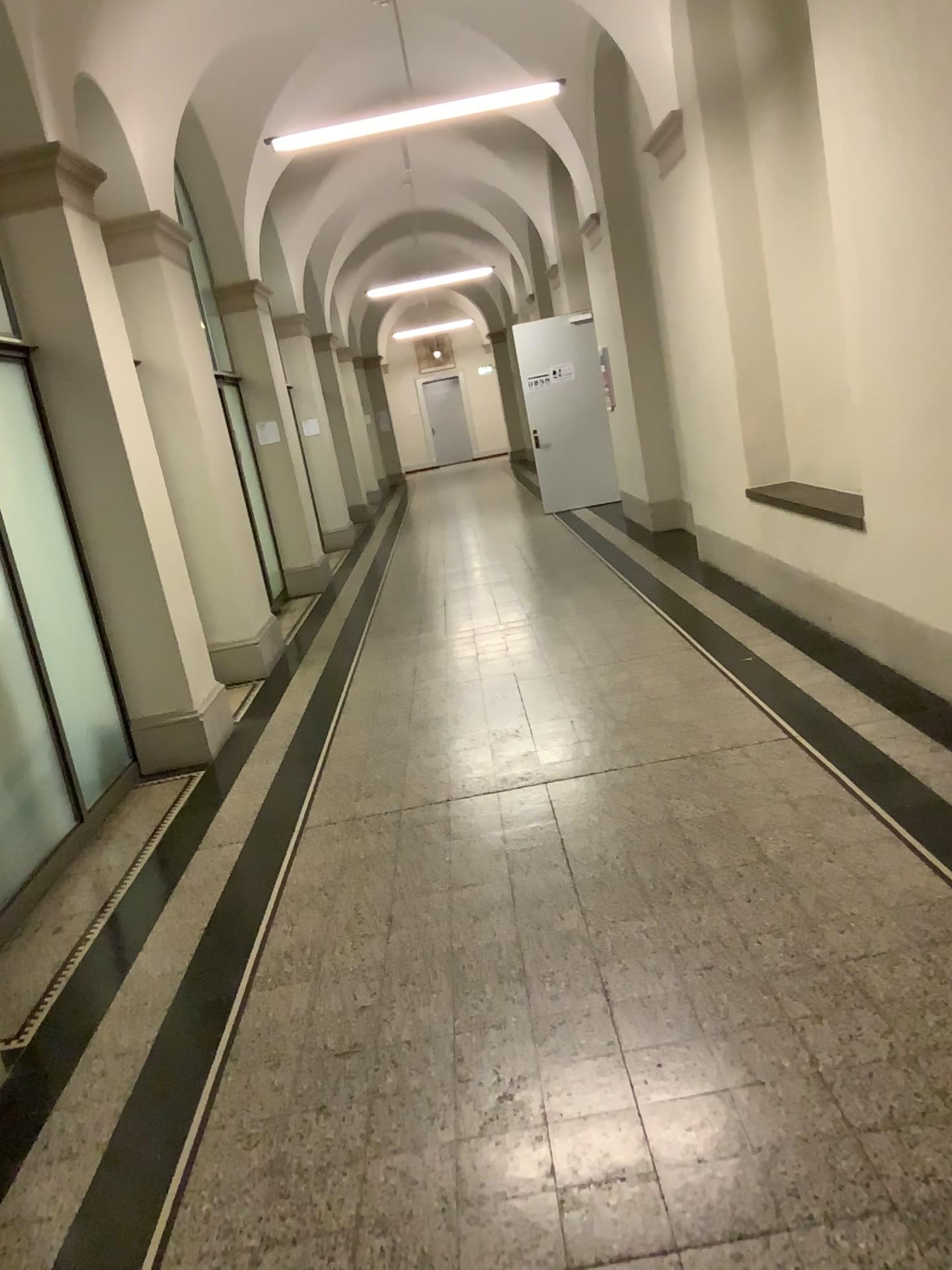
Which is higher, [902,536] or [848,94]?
[848,94]
